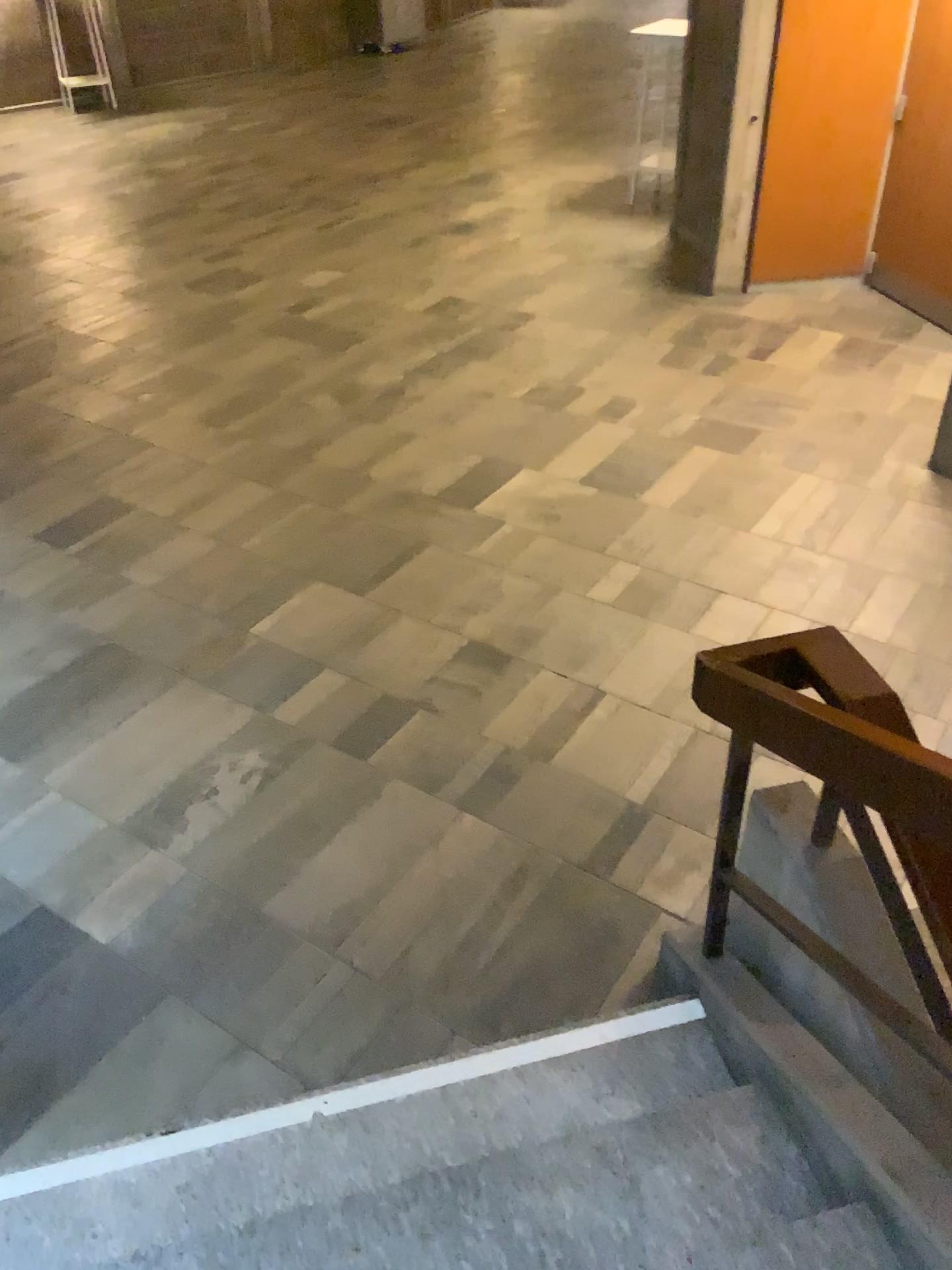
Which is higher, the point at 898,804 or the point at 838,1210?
the point at 898,804

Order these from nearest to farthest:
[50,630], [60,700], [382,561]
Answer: [60,700] < [50,630] < [382,561]
